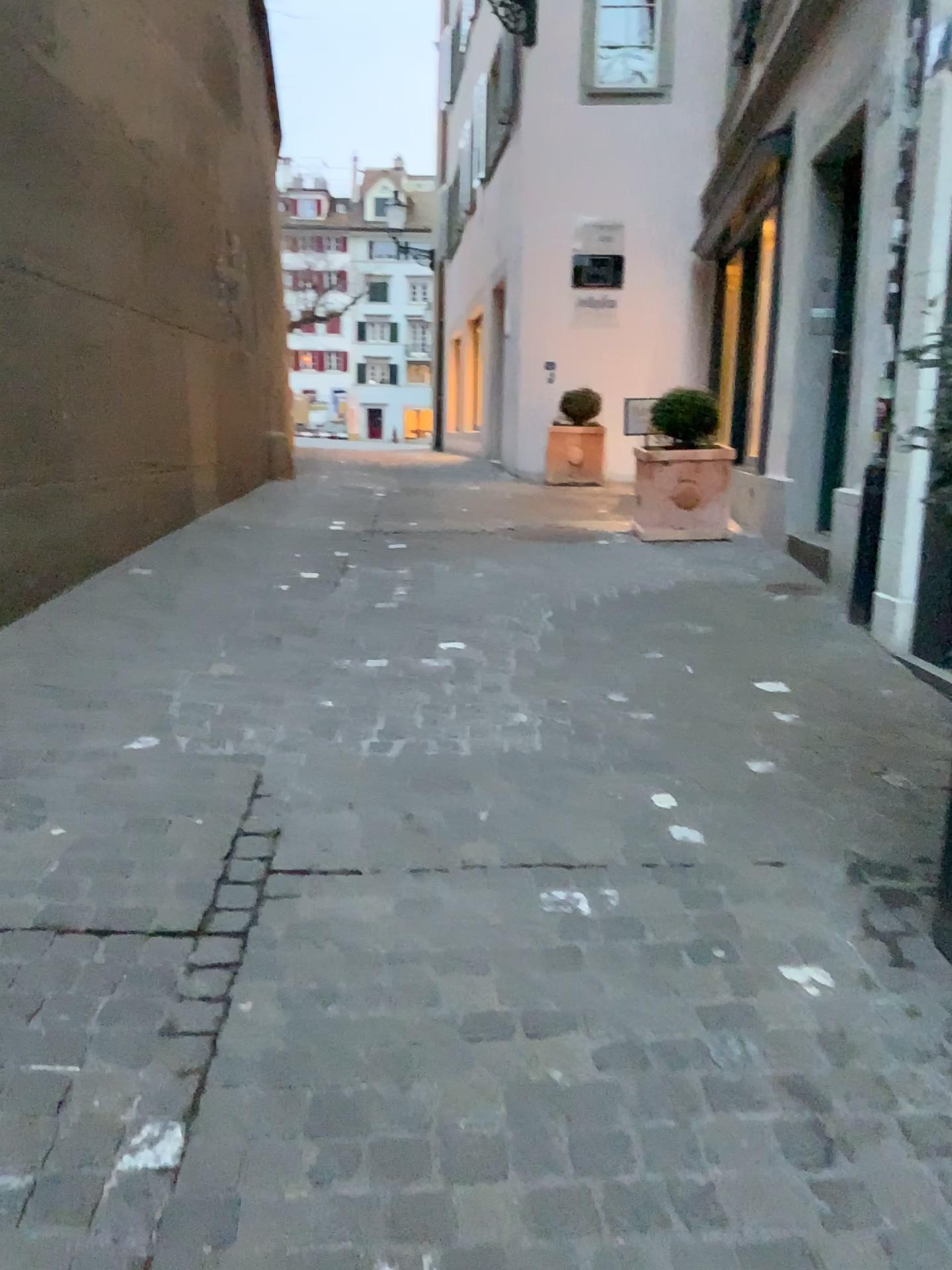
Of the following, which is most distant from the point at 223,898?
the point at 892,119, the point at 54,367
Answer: the point at 892,119
